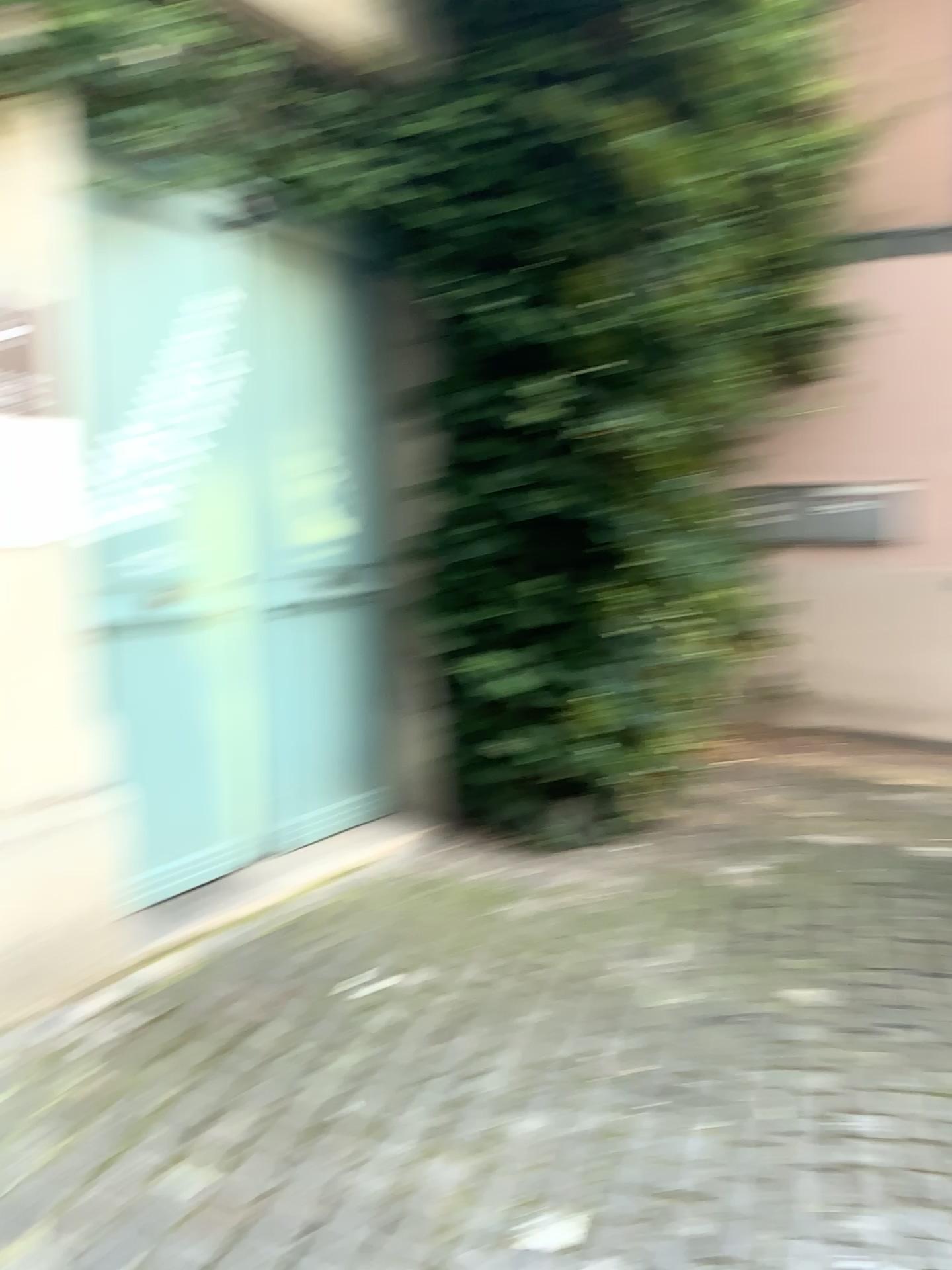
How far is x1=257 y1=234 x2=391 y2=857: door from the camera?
3.3 meters

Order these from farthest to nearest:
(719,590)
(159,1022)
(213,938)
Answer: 1. (719,590)
2. (213,938)
3. (159,1022)

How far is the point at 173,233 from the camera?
3.2 meters

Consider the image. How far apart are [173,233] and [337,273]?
0.50m

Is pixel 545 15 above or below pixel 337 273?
above

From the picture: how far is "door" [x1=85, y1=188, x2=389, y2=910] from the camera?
3.2m
